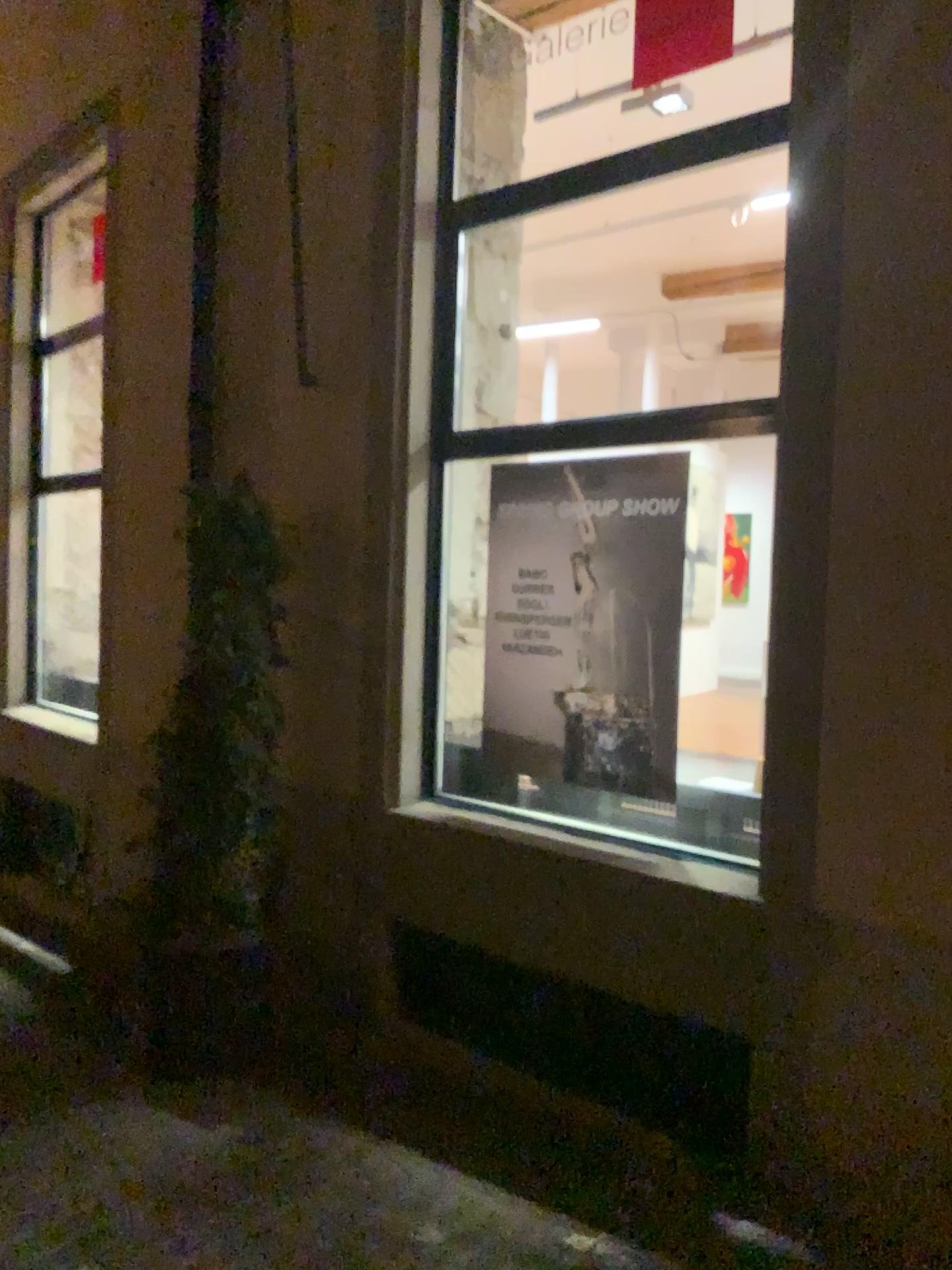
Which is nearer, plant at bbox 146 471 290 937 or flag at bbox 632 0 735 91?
flag at bbox 632 0 735 91

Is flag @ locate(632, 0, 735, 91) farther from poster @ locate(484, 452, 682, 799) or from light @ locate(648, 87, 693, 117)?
poster @ locate(484, 452, 682, 799)

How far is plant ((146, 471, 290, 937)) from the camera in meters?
3.9 m

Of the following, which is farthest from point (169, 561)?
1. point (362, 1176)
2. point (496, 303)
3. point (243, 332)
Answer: point (362, 1176)

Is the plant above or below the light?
below

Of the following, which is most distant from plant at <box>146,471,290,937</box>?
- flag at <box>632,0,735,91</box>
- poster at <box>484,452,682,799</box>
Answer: flag at <box>632,0,735,91</box>

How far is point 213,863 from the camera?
3.89m

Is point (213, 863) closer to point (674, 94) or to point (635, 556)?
point (635, 556)

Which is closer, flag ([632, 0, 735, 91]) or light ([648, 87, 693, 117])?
flag ([632, 0, 735, 91])

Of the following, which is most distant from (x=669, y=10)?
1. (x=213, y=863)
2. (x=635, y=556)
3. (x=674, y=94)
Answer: (x=213, y=863)
